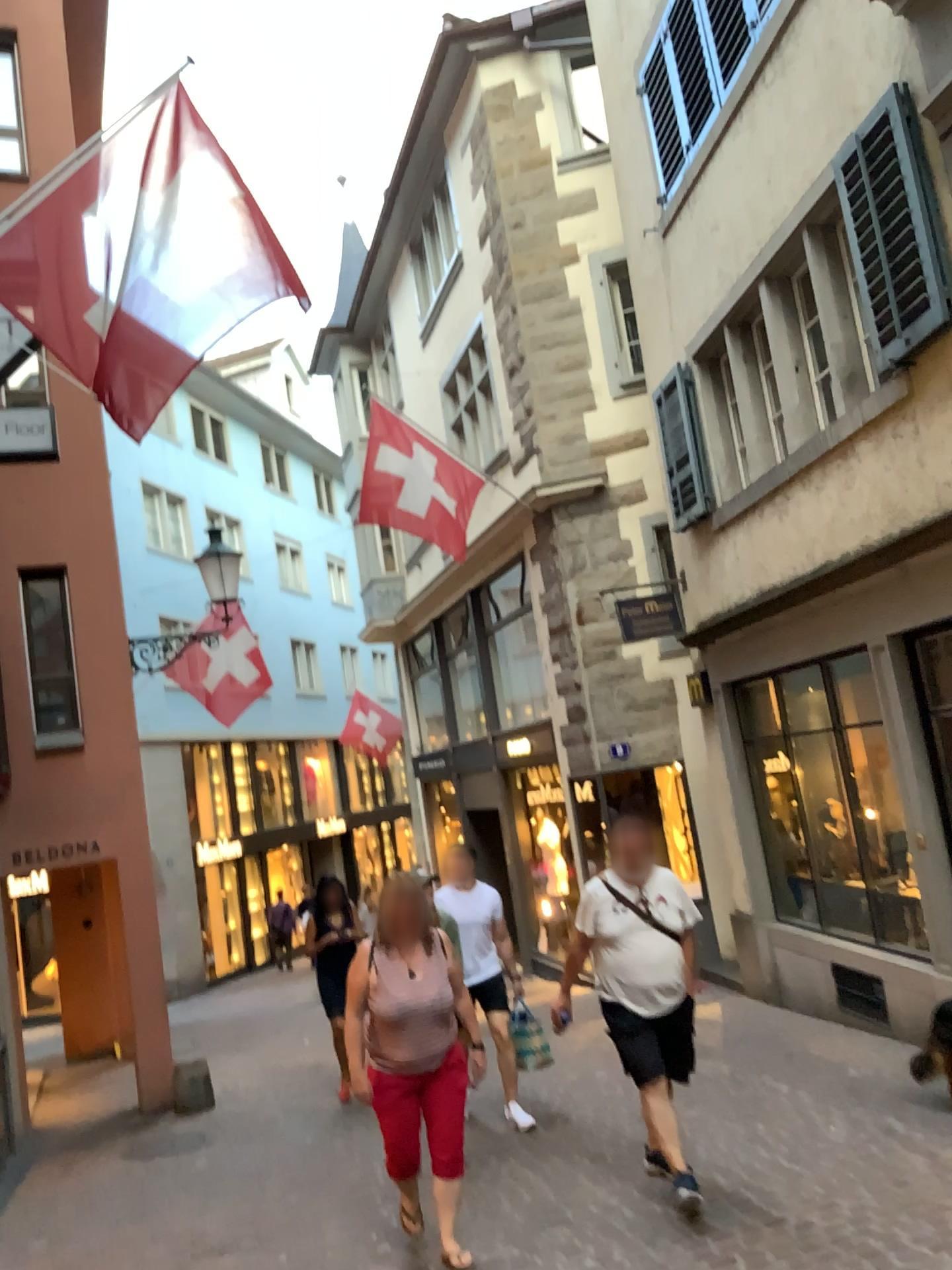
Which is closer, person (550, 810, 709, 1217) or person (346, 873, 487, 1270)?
person (346, 873, 487, 1270)

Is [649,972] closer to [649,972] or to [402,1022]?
[649,972]

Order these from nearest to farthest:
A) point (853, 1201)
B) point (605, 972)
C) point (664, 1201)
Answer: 1. point (853, 1201)
2. point (664, 1201)
3. point (605, 972)

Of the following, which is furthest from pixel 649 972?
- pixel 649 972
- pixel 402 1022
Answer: pixel 402 1022

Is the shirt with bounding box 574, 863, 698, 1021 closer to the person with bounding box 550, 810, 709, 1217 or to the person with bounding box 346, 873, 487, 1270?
the person with bounding box 550, 810, 709, 1217

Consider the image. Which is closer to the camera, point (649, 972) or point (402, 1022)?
point (402, 1022)

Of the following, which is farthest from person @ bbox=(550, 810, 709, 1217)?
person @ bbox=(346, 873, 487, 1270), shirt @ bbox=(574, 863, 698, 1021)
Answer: person @ bbox=(346, 873, 487, 1270)

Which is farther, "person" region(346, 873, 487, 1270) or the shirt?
the shirt
